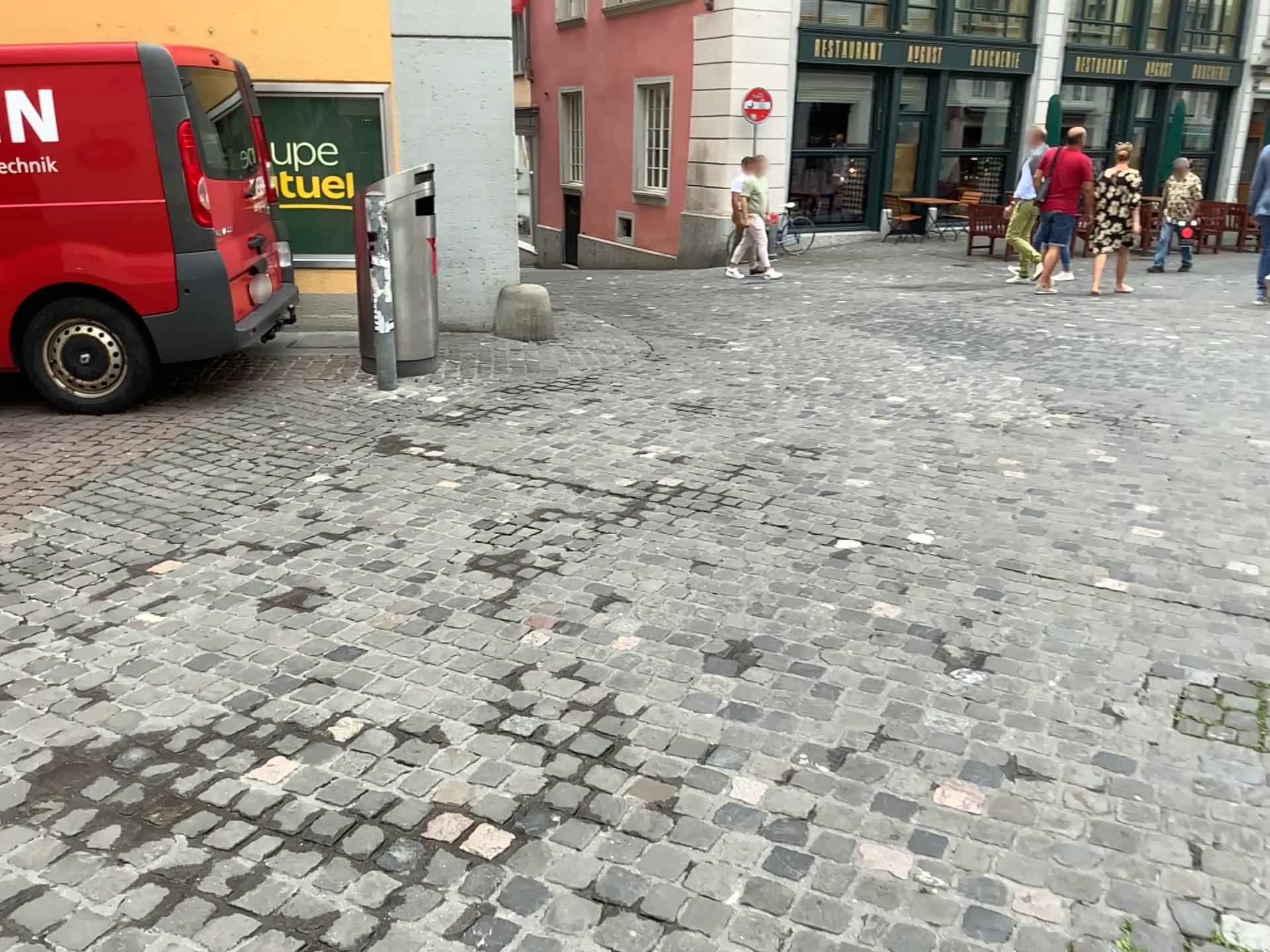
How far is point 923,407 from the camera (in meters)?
5.82
